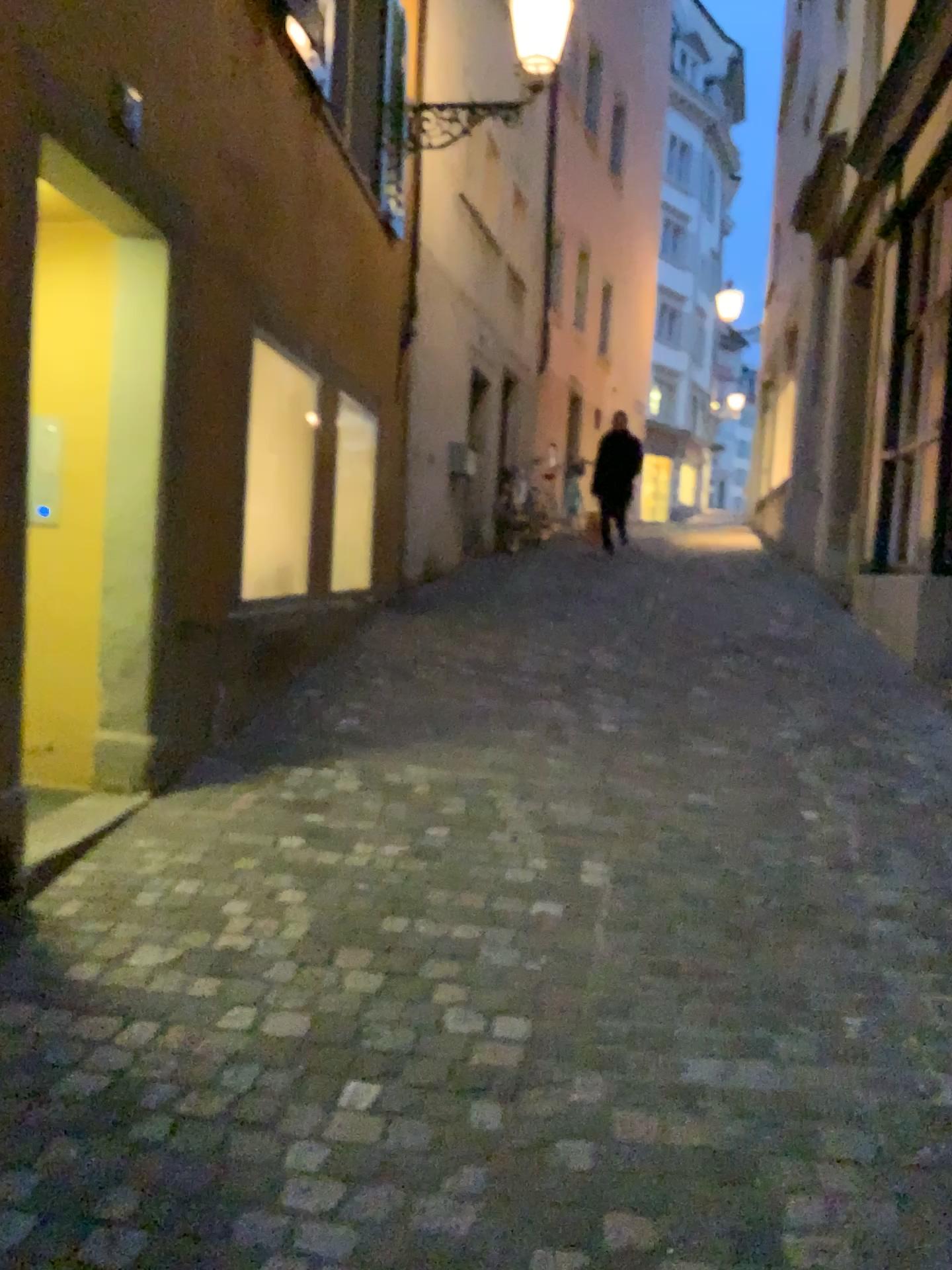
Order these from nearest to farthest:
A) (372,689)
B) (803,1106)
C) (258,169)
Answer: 1. (803,1106)
2. (258,169)
3. (372,689)
